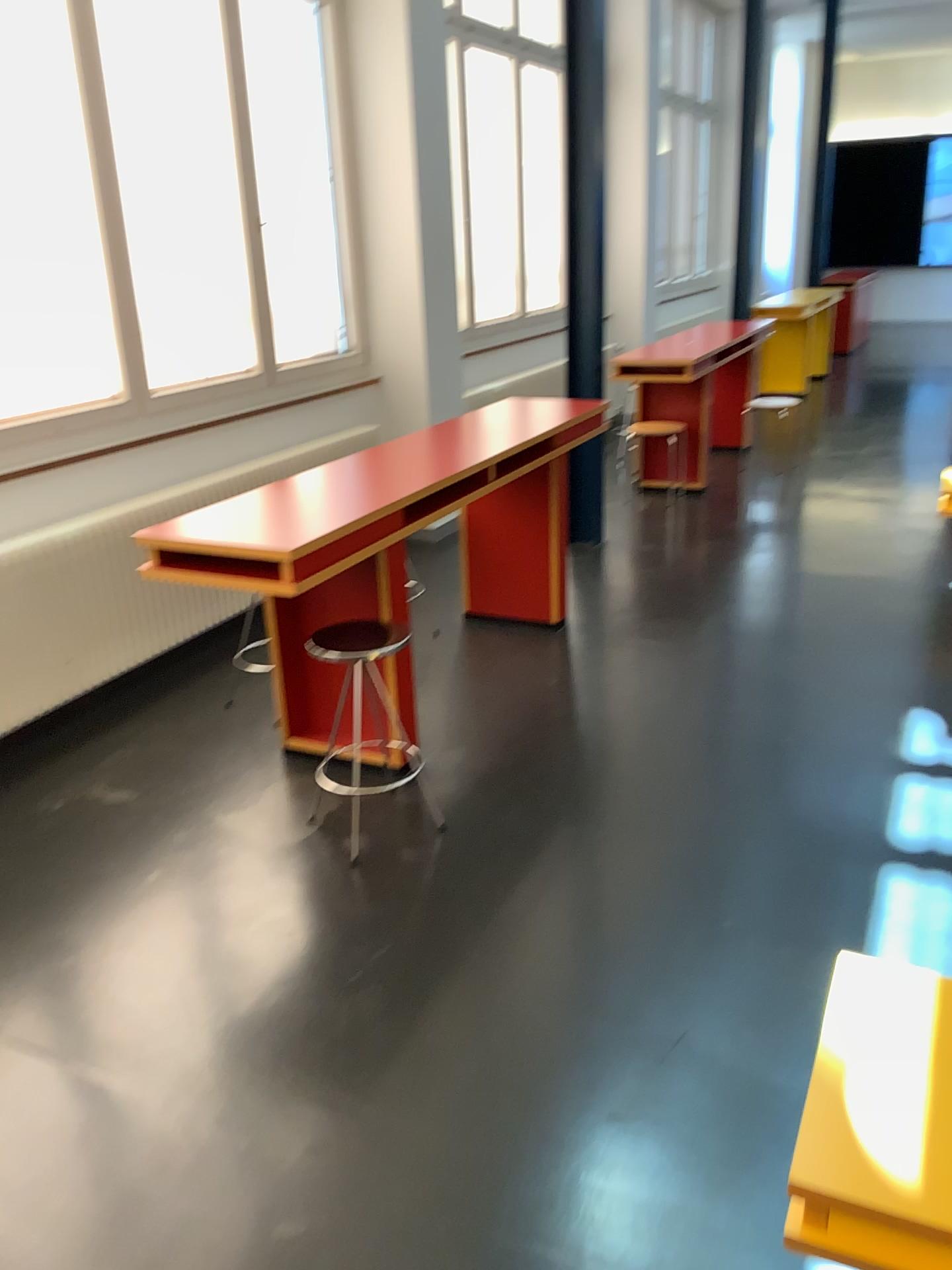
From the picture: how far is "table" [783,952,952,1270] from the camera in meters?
1.3 m

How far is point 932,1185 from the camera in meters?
1.3

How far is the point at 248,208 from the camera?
4.7m

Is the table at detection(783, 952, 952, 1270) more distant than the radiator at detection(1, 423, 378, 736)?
No

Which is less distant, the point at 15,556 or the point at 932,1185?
the point at 932,1185
